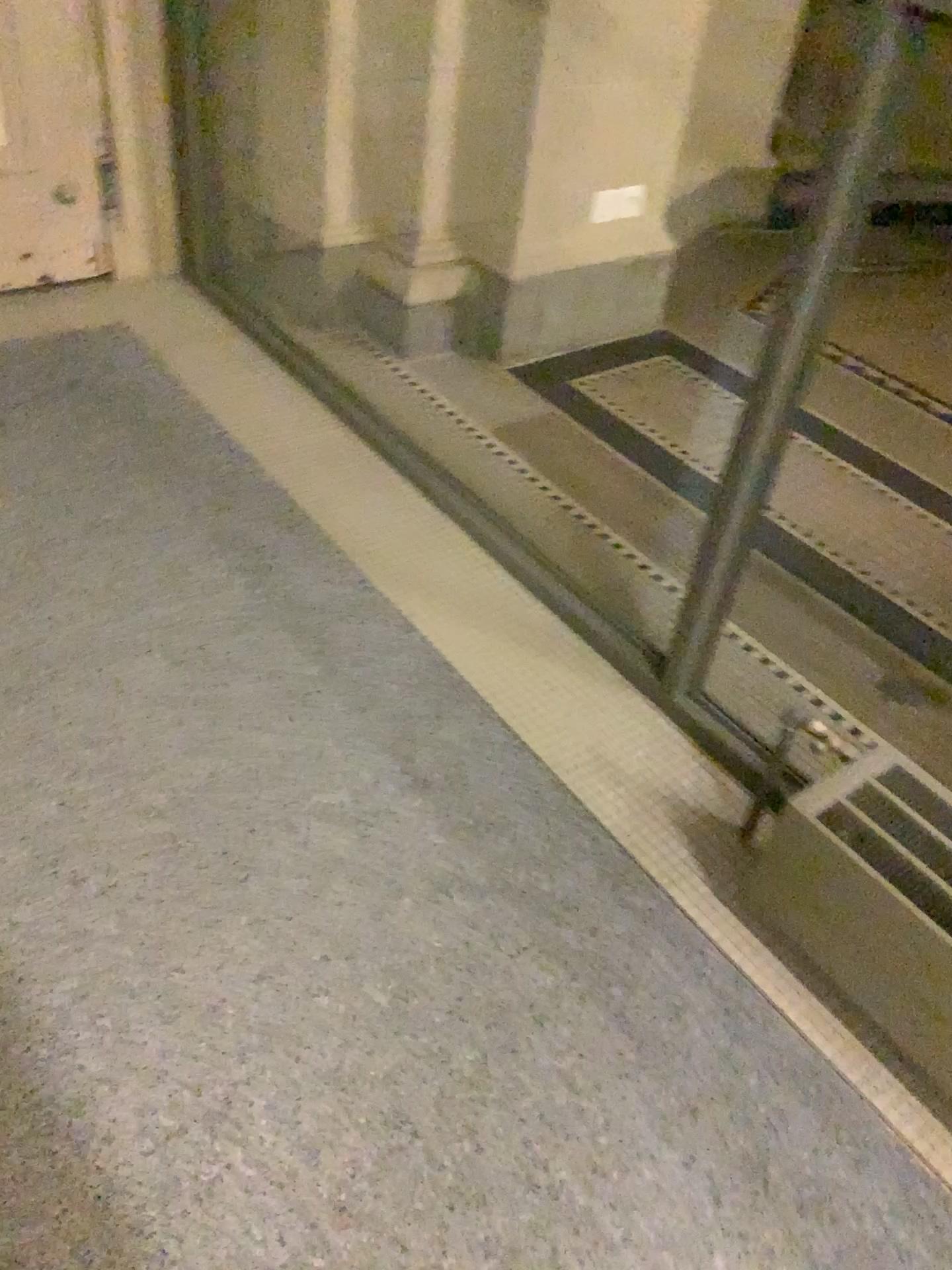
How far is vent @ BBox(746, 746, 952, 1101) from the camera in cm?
129

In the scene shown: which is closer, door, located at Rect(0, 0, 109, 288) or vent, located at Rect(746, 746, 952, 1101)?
vent, located at Rect(746, 746, 952, 1101)

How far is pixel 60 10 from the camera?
2.6m

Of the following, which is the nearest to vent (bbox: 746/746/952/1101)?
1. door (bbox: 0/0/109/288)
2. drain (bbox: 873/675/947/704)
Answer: drain (bbox: 873/675/947/704)

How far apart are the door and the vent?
2.5 meters

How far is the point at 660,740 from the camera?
1.8m

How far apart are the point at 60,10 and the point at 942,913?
2.8m

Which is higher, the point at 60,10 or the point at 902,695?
the point at 60,10

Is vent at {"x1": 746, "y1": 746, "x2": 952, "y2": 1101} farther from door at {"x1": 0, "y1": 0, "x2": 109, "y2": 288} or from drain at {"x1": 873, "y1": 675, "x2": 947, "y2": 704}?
door at {"x1": 0, "y1": 0, "x2": 109, "y2": 288}

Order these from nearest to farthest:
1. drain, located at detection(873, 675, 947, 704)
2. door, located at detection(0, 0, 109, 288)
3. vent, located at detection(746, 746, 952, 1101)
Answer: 1. vent, located at detection(746, 746, 952, 1101)
2. drain, located at detection(873, 675, 947, 704)
3. door, located at detection(0, 0, 109, 288)
